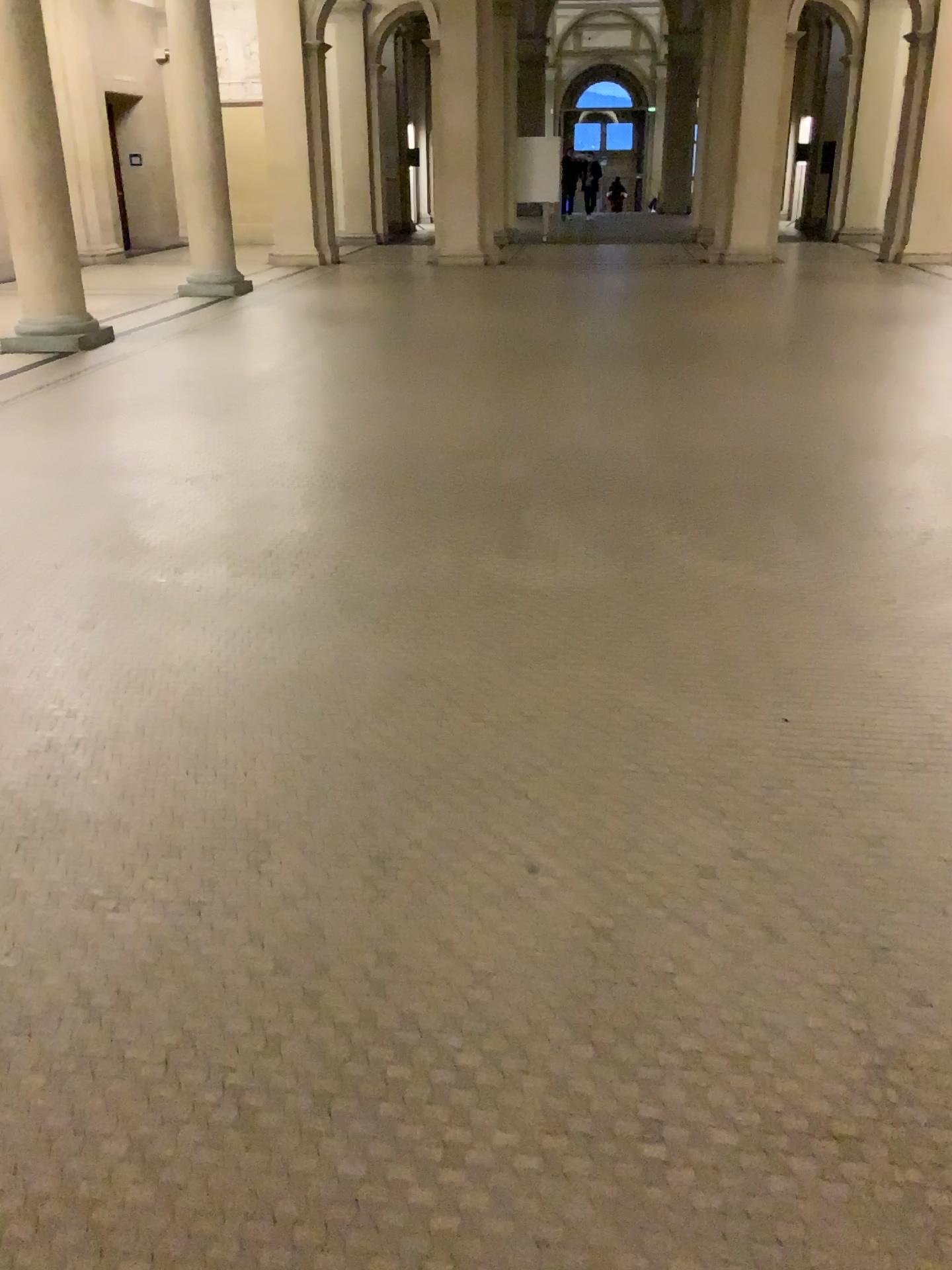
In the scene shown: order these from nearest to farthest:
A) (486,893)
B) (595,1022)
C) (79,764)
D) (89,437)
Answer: (595,1022), (486,893), (79,764), (89,437)
